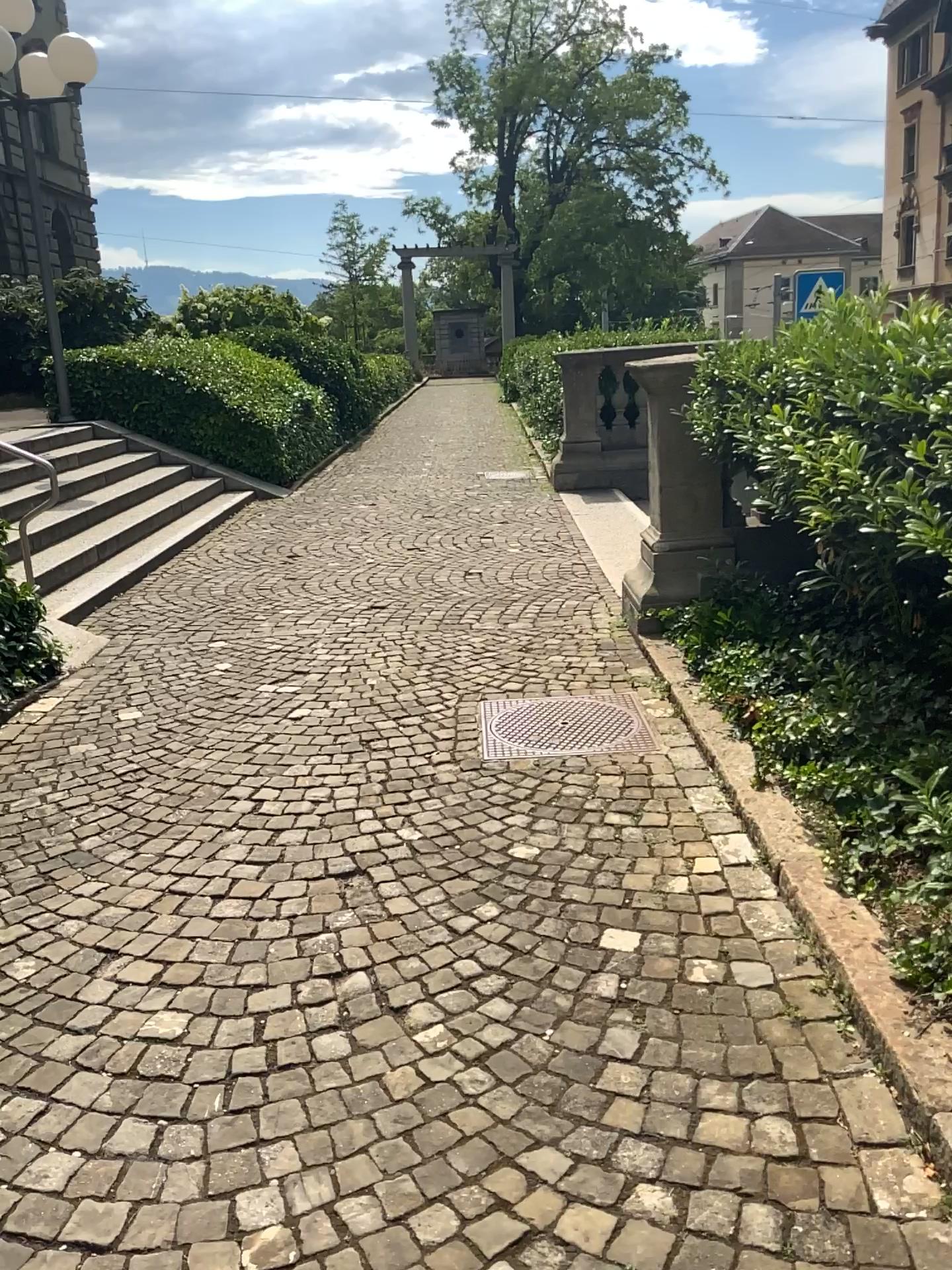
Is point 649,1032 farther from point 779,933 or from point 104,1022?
point 104,1022
